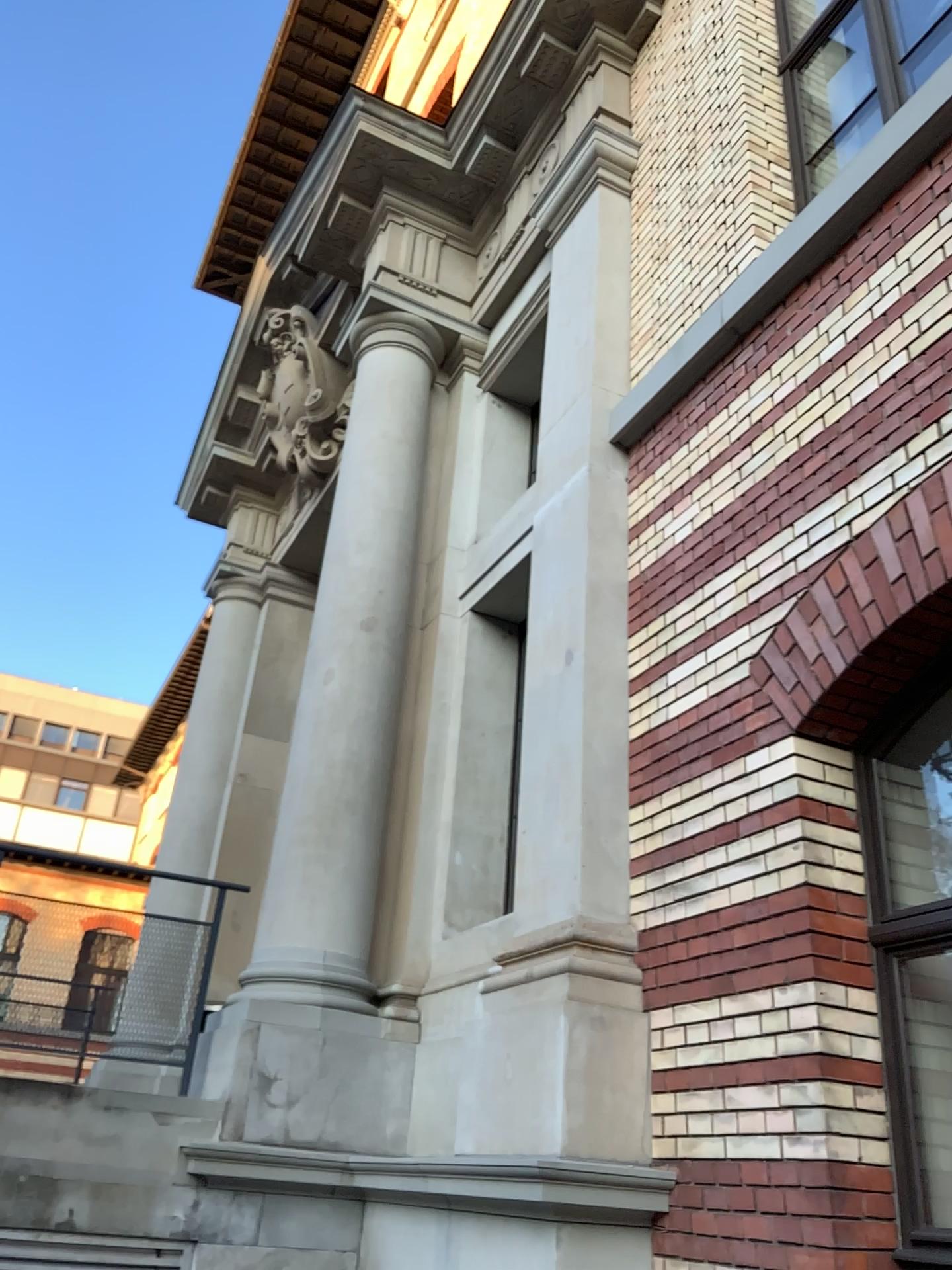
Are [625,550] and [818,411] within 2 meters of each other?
yes
